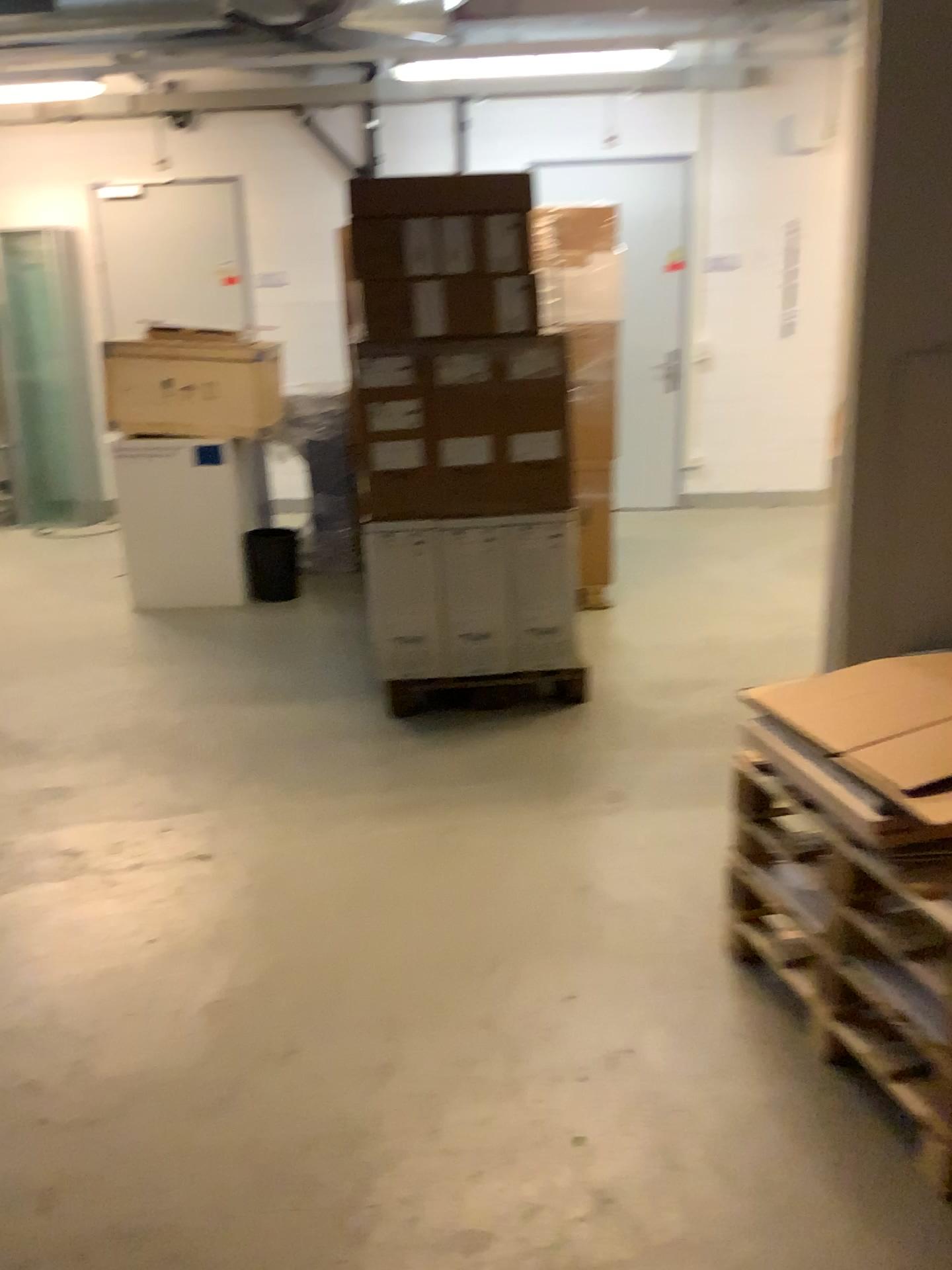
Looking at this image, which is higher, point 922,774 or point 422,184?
point 422,184

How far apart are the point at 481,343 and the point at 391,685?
1.3m

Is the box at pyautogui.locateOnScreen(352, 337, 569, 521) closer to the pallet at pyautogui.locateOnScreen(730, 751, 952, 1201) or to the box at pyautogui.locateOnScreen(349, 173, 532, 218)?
the box at pyautogui.locateOnScreen(349, 173, 532, 218)

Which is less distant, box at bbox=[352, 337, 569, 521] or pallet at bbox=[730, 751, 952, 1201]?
pallet at bbox=[730, 751, 952, 1201]

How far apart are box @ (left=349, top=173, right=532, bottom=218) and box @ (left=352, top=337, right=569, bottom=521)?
0.43m

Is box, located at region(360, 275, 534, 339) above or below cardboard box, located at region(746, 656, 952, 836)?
above

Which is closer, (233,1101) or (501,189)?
(233,1101)

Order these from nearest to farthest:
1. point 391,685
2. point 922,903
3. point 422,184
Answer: point 922,903 < point 422,184 < point 391,685

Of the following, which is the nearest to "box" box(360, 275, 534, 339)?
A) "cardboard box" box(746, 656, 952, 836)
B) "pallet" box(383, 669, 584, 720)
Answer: "pallet" box(383, 669, 584, 720)

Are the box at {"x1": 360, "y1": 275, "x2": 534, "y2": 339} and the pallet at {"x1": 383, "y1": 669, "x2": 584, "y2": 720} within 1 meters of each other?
no
